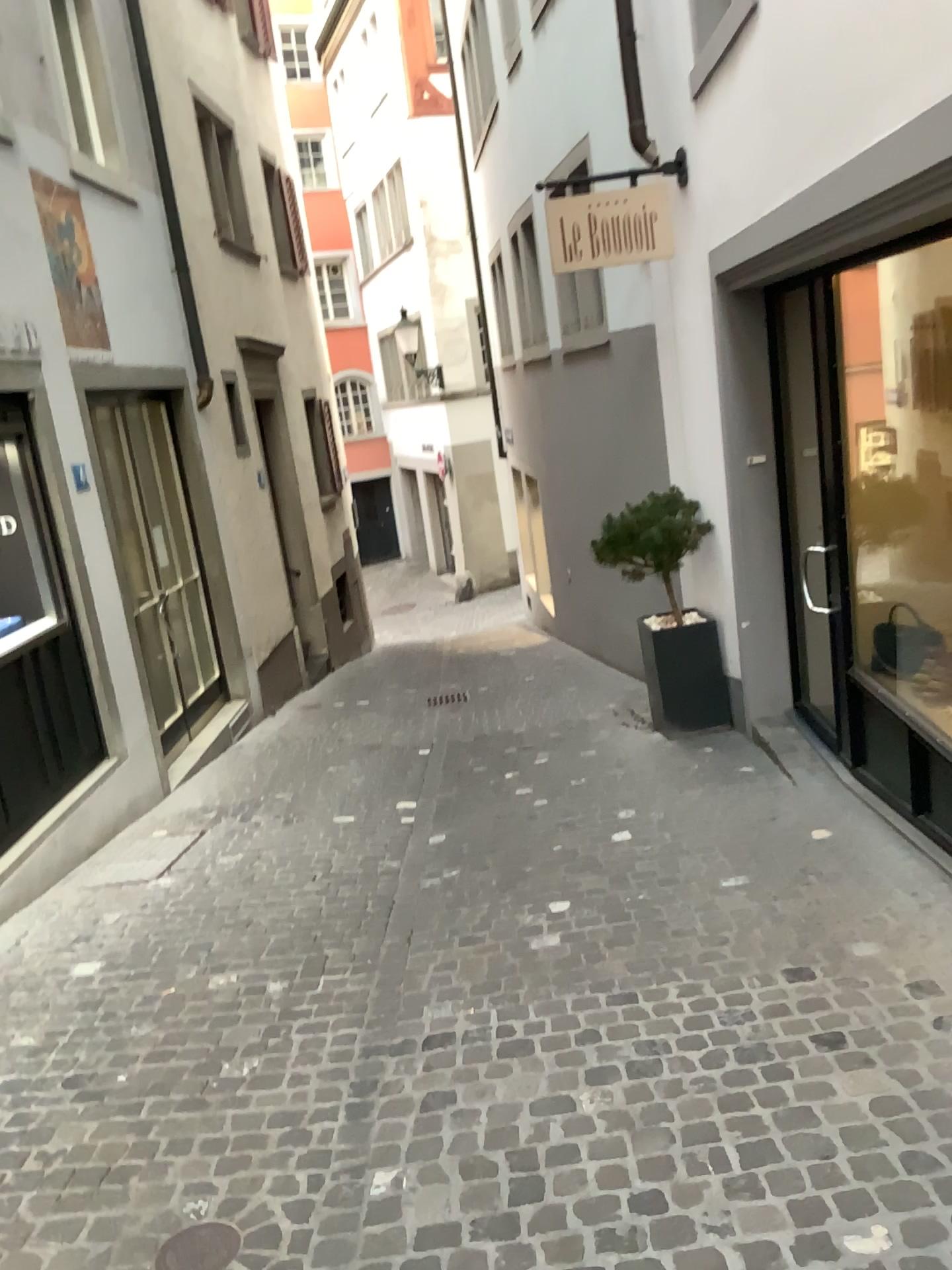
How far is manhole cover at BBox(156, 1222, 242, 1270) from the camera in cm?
231

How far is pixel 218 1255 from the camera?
2.3m

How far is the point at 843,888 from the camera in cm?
376
